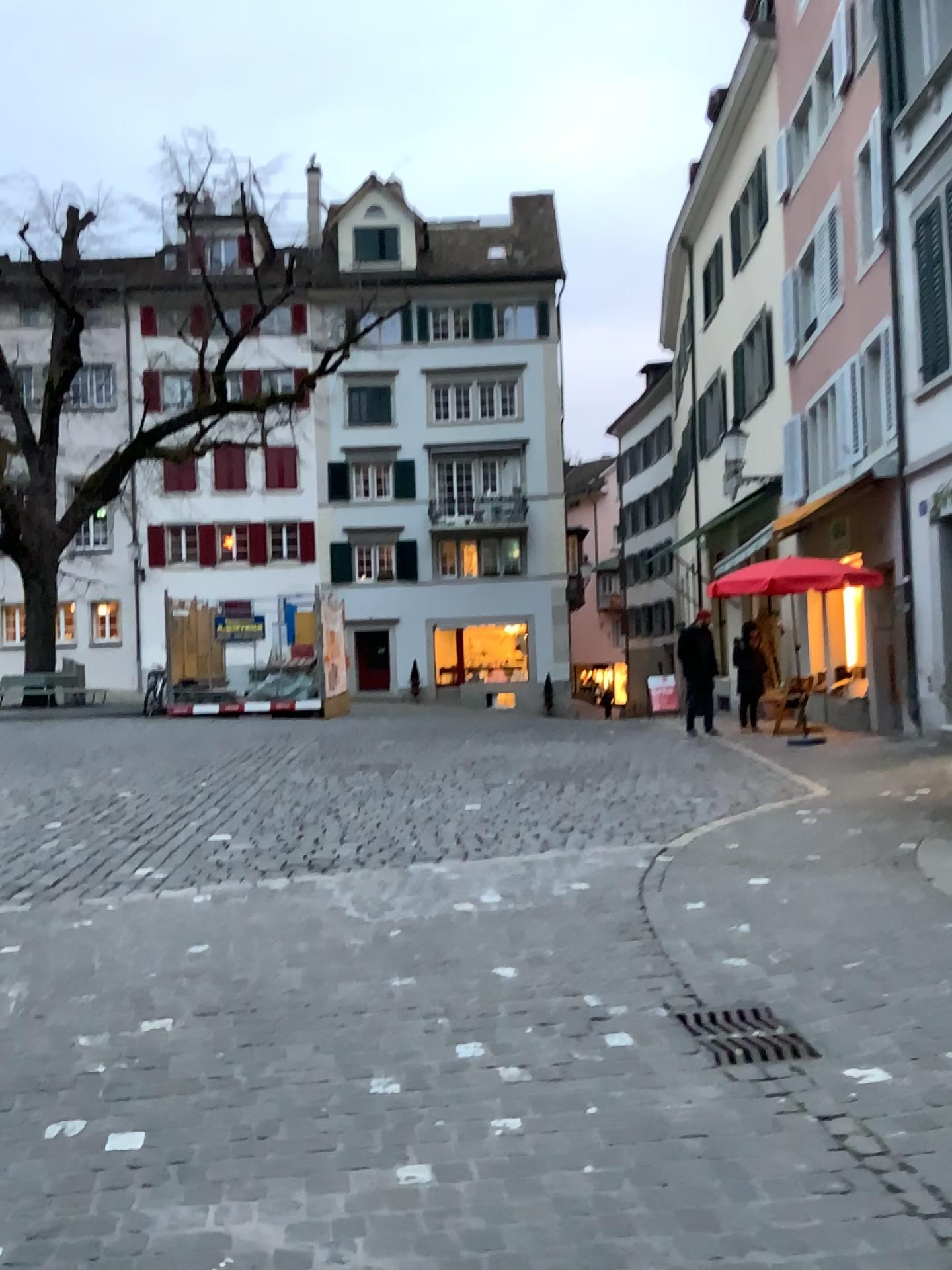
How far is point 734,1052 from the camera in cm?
339

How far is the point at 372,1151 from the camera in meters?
2.7 m

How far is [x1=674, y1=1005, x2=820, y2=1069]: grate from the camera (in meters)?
3.39
